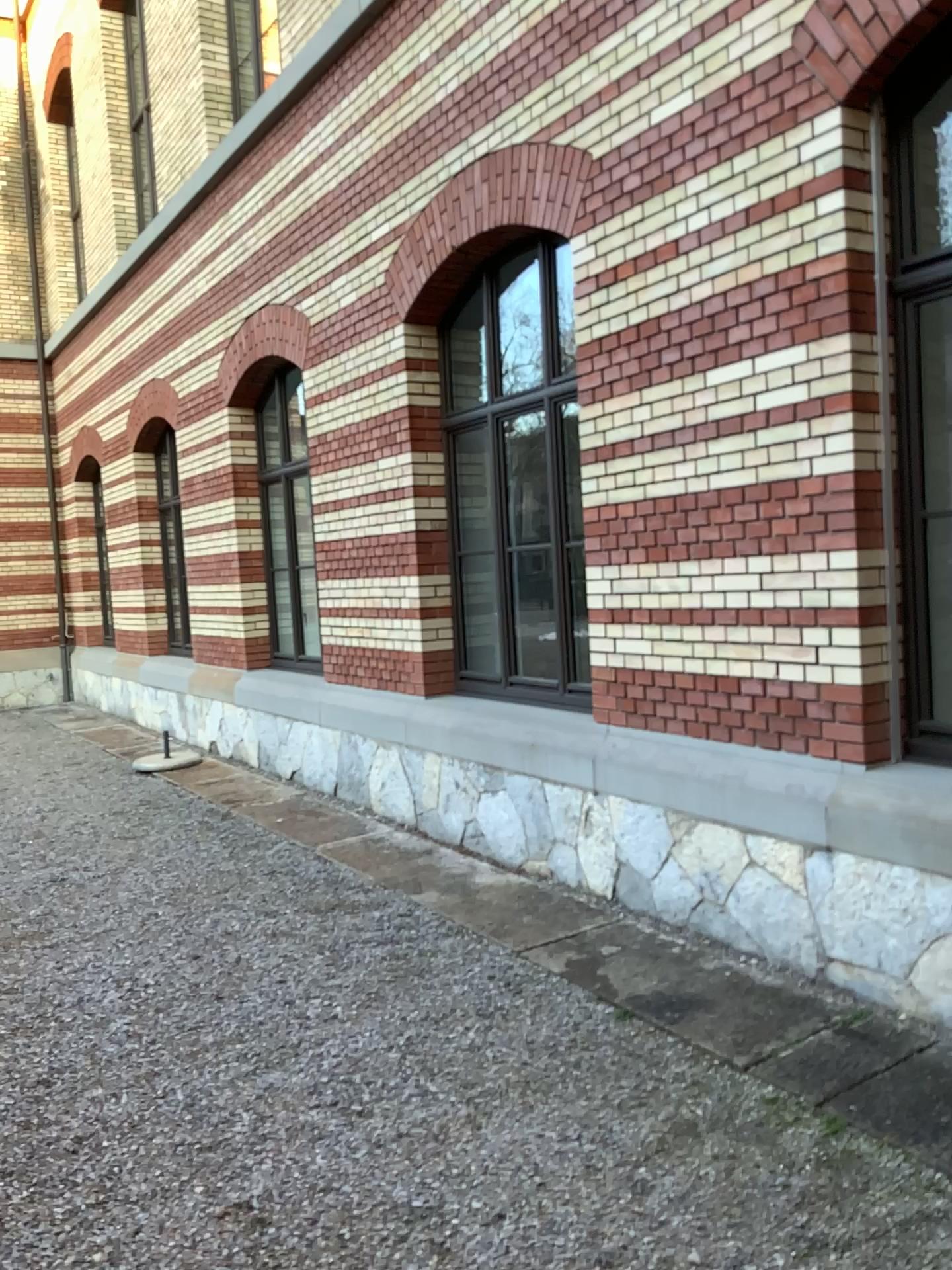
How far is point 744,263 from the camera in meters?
4.1

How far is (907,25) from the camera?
3.42m

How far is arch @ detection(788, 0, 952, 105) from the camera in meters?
3.4
